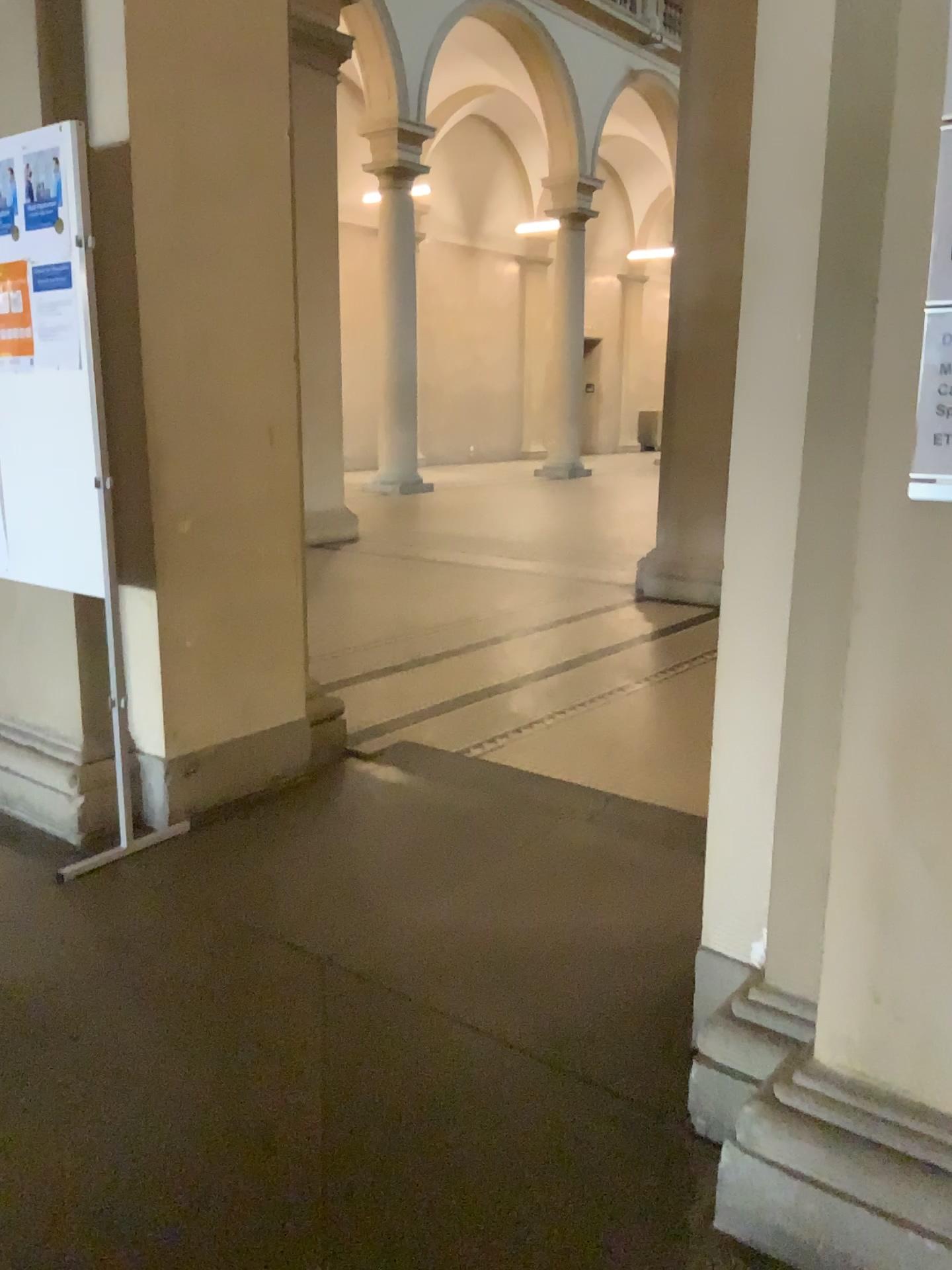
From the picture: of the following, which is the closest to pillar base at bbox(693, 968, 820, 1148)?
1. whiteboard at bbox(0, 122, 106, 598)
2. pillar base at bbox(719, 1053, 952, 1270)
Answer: pillar base at bbox(719, 1053, 952, 1270)

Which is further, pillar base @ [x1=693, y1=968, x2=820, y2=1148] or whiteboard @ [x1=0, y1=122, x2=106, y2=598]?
whiteboard @ [x1=0, y1=122, x2=106, y2=598]

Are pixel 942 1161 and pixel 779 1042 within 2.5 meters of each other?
yes

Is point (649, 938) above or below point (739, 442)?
below

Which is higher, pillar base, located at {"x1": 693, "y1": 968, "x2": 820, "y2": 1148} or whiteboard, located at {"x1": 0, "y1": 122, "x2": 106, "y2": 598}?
whiteboard, located at {"x1": 0, "y1": 122, "x2": 106, "y2": 598}

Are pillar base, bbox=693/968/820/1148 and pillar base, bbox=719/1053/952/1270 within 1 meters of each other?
yes

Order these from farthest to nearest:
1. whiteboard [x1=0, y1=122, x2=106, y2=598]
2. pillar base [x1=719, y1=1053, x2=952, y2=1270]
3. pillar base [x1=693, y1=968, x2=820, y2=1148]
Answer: whiteboard [x1=0, y1=122, x2=106, y2=598], pillar base [x1=693, y1=968, x2=820, y2=1148], pillar base [x1=719, y1=1053, x2=952, y2=1270]

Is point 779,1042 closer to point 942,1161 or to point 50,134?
point 942,1161

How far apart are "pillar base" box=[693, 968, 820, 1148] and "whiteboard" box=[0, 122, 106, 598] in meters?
1.9 m

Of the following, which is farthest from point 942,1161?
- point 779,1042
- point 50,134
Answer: point 50,134
